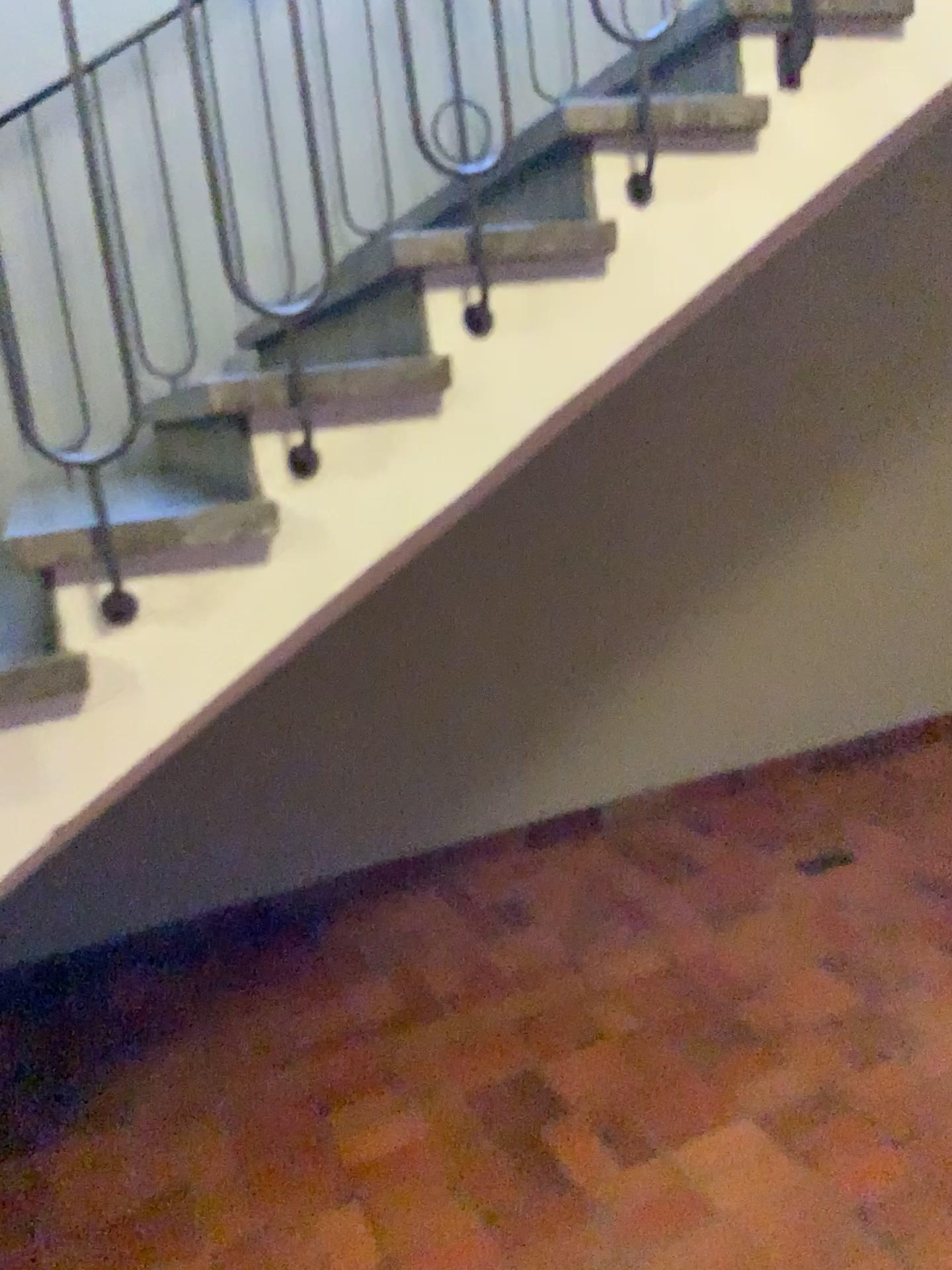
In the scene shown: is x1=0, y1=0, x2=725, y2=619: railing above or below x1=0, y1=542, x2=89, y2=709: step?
above

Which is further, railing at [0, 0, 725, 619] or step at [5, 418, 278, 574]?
railing at [0, 0, 725, 619]

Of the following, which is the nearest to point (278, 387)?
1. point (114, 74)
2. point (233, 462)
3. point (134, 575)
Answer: point (134, 575)

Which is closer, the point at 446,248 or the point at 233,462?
the point at 446,248

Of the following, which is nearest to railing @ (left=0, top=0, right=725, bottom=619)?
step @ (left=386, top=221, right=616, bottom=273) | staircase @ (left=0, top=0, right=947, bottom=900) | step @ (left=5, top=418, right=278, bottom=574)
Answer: step @ (left=5, top=418, right=278, bottom=574)

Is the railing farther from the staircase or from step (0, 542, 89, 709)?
step (0, 542, 89, 709)

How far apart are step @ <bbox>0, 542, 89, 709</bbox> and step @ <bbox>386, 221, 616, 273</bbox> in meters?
0.7

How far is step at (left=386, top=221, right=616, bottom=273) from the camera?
1.6m

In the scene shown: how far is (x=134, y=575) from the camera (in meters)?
1.49

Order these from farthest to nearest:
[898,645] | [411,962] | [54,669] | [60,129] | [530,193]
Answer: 1. [898,645]
2. [411,962]
3. [60,129]
4. [530,193]
5. [54,669]
